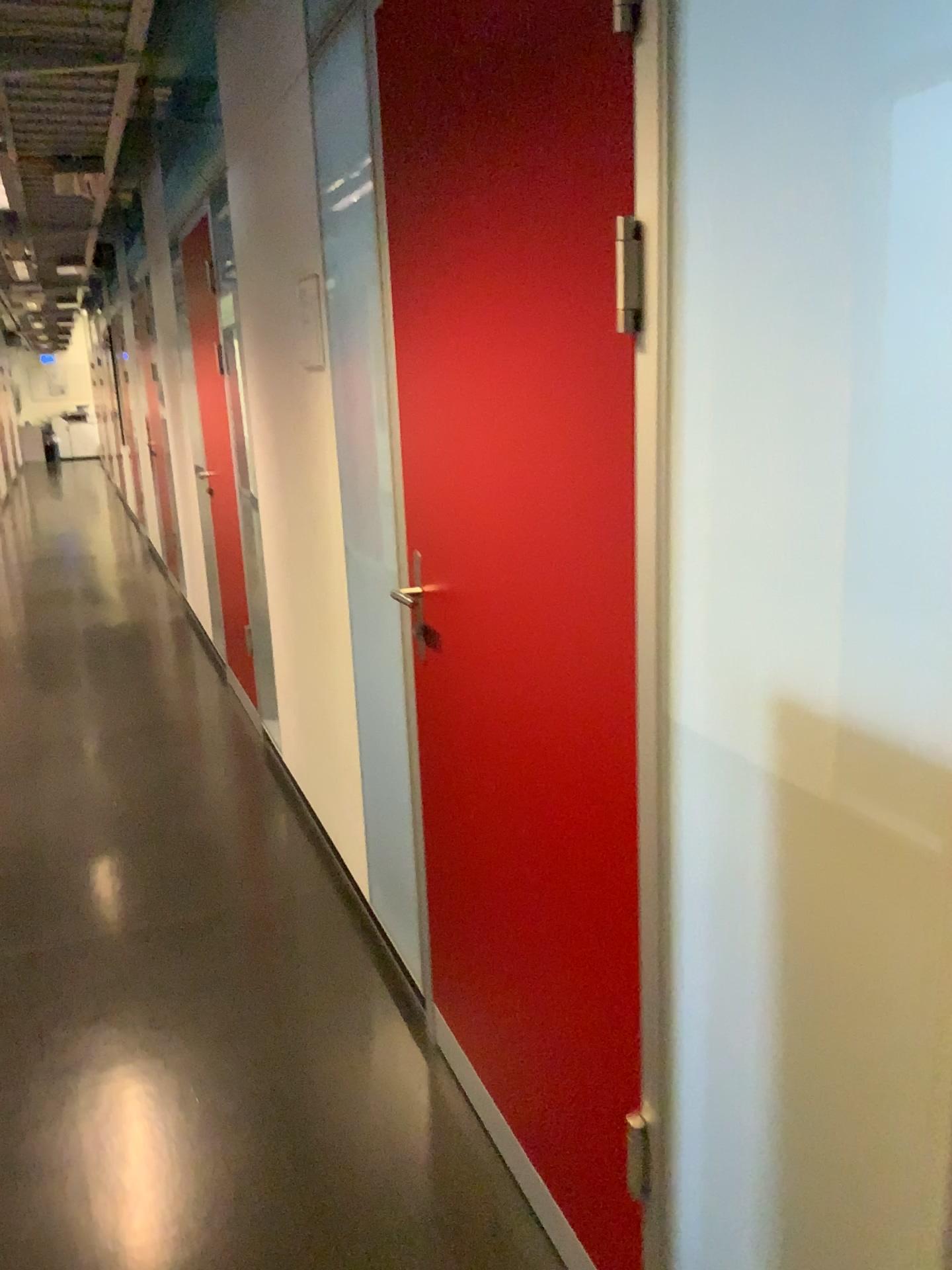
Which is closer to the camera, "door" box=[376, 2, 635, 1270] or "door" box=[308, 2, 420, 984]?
"door" box=[376, 2, 635, 1270]

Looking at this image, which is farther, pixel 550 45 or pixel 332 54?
pixel 332 54

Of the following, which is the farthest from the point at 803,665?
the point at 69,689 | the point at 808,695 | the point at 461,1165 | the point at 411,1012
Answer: the point at 69,689
